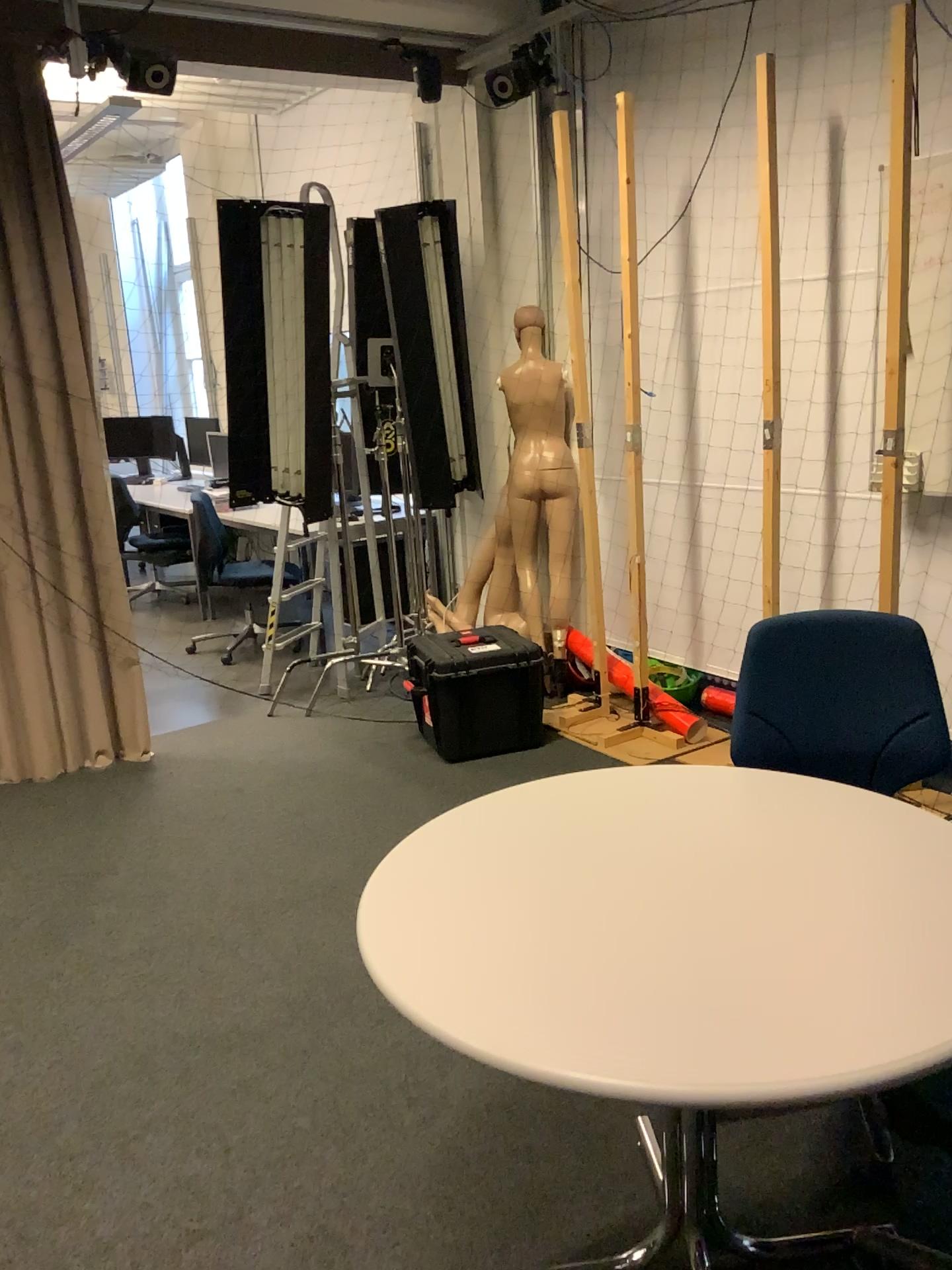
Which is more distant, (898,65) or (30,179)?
(30,179)

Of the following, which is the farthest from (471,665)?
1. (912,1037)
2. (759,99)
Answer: (912,1037)

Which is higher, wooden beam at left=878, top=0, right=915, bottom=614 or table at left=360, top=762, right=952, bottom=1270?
wooden beam at left=878, top=0, right=915, bottom=614

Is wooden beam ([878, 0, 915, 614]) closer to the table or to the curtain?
the table

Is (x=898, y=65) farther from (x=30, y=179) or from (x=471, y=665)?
(x=30, y=179)

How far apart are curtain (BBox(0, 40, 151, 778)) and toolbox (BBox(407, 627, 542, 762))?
1.17m

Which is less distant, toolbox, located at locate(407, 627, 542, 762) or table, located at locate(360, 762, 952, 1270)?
table, located at locate(360, 762, 952, 1270)

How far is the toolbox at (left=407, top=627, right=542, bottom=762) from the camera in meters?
4.1 m

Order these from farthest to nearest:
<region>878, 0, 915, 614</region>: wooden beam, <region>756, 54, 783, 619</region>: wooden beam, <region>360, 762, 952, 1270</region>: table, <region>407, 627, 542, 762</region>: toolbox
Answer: <region>407, 627, 542, 762</region>: toolbox, <region>756, 54, 783, 619</region>: wooden beam, <region>878, 0, 915, 614</region>: wooden beam, <region>360, 762, 952, 1270</region>: table

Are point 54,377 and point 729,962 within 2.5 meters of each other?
no
